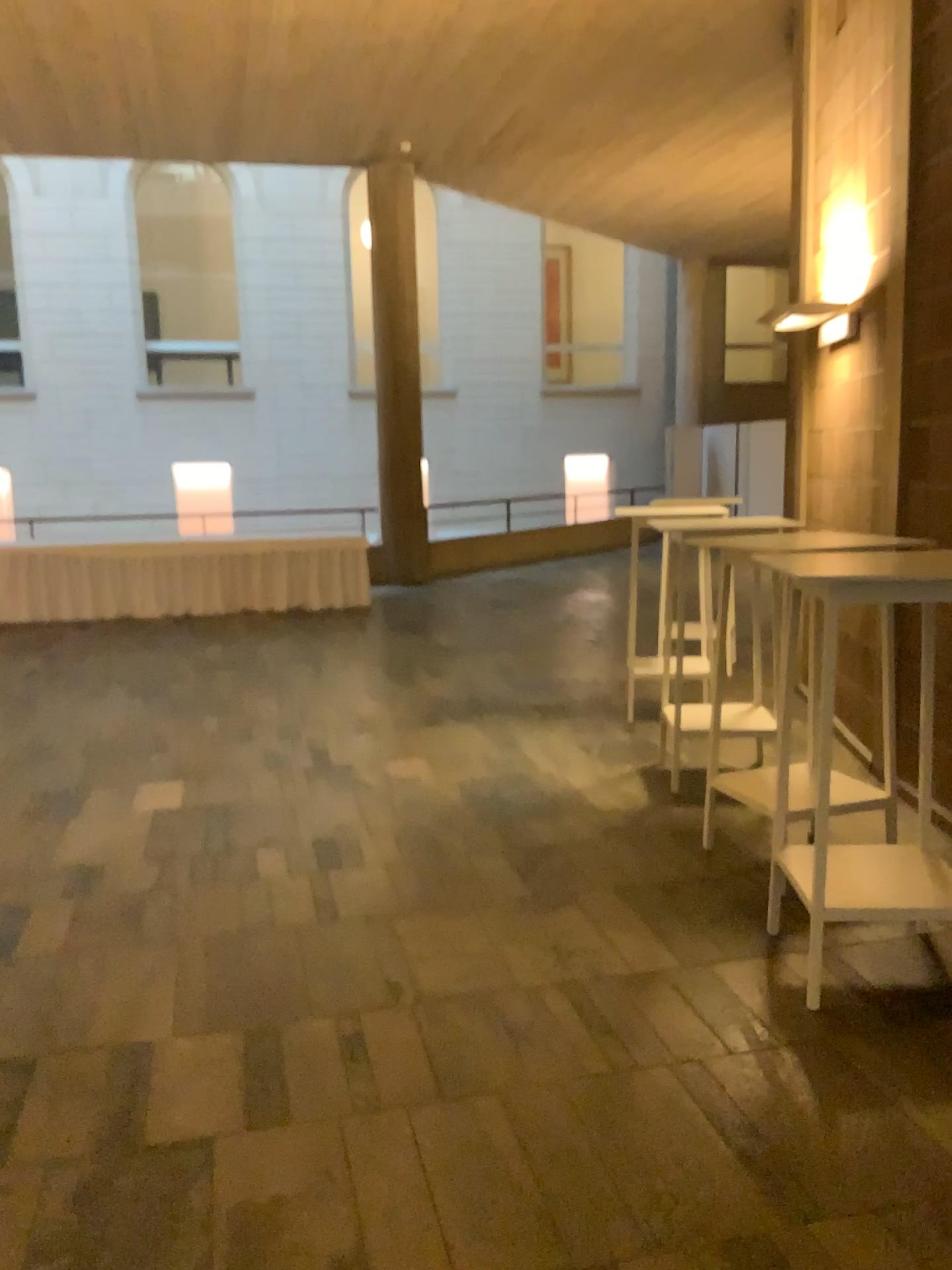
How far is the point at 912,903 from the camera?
2.96m

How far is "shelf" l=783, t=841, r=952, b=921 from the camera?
2.96m

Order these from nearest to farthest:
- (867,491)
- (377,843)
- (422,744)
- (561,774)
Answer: (377,843)
(867,491)
(561,774)
(422,744)
